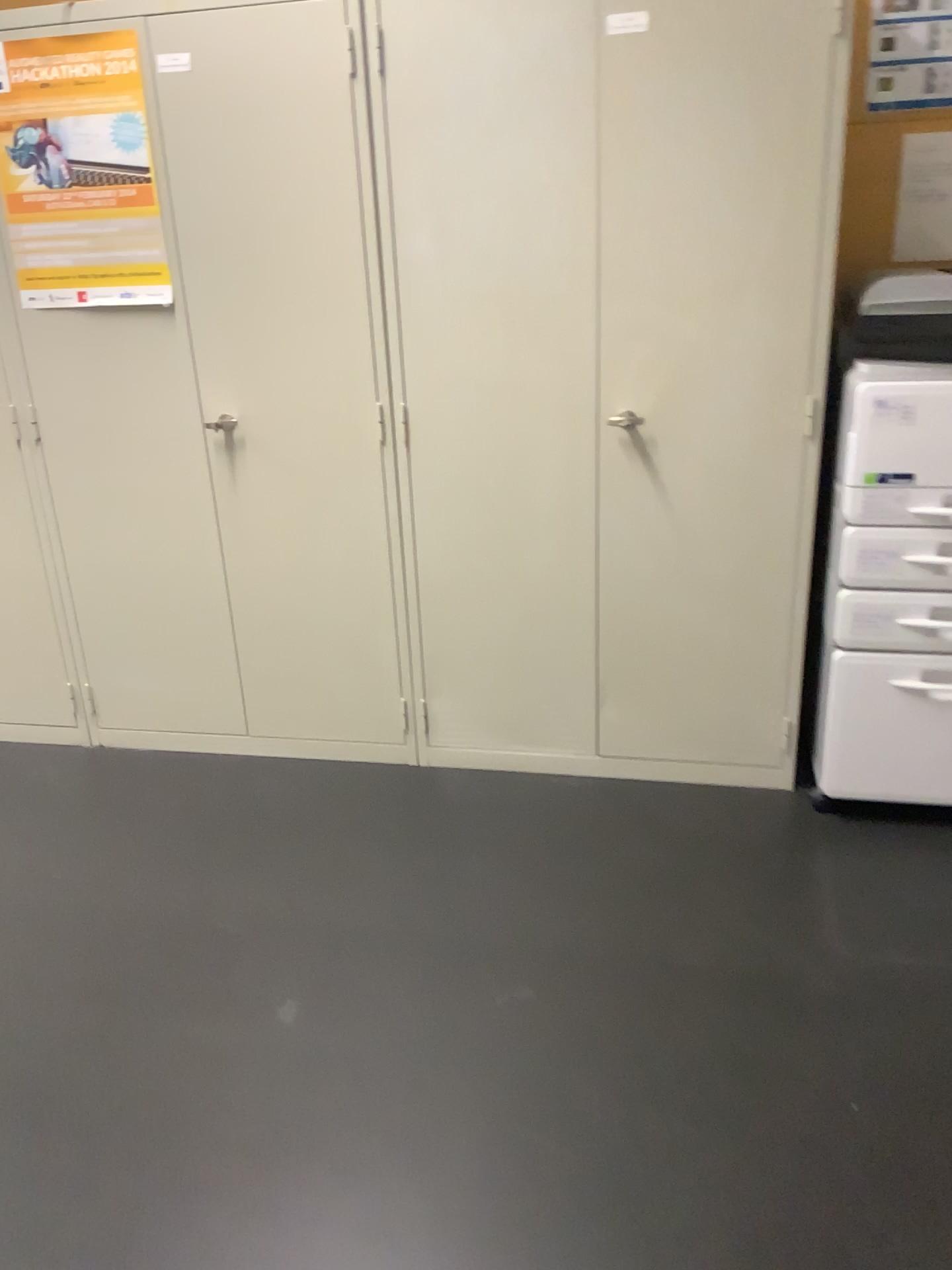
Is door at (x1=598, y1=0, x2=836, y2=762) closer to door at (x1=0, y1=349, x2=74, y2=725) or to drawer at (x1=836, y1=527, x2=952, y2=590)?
drawer at (x1=836, y1=527, x2=952, y2=590)

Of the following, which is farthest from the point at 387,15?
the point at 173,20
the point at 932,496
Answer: the point at 932,496

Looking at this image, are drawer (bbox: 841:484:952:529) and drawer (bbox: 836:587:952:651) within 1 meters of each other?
yes

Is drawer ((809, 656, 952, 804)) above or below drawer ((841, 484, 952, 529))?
below

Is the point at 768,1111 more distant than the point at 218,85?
No

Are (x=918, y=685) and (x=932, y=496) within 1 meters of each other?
yes

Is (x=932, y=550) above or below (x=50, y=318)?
below

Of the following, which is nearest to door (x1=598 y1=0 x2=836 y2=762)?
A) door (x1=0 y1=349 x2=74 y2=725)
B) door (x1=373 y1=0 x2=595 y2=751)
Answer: door (x1=373 y1=0 x2=595 y2=751)

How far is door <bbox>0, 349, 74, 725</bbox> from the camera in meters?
2.9 m

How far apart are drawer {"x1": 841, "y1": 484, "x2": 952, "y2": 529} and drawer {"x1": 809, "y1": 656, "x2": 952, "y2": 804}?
0.32m
